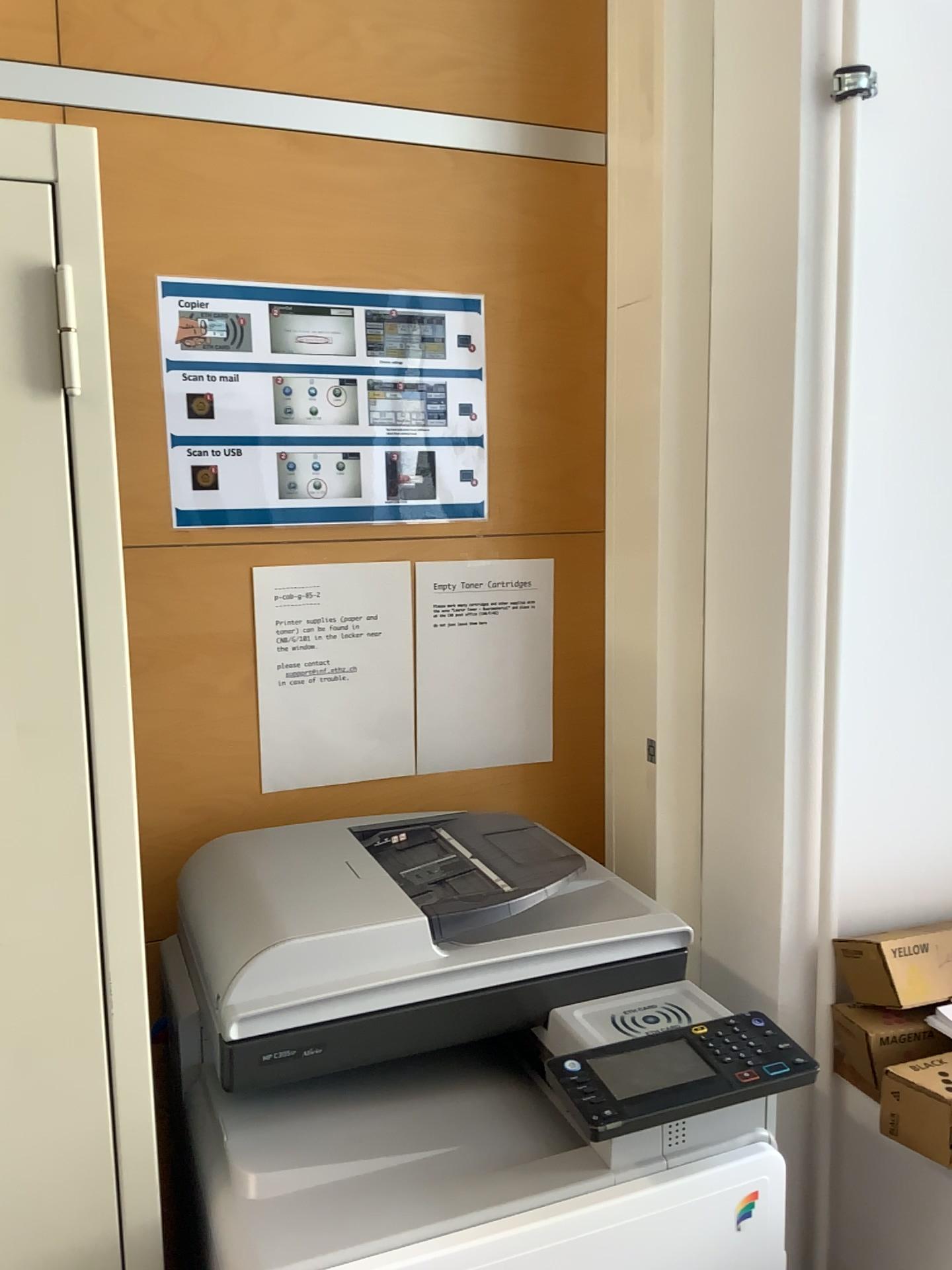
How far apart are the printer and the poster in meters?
0.4

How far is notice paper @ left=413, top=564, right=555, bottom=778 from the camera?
1.4m

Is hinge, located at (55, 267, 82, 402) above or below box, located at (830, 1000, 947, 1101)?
above

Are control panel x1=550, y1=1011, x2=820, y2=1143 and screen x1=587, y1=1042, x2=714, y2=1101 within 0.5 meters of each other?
yes

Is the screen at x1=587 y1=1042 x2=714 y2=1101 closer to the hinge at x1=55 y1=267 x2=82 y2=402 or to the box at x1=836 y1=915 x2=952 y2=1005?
the box at x1=836 y1=915 x2=952 y2=1005

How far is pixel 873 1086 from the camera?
1.1m

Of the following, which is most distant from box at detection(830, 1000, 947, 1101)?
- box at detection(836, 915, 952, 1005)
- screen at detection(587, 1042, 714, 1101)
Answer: screen at detection(587, 1042, 714, 1101)

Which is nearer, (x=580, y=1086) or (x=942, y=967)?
(x=580, y=1086)

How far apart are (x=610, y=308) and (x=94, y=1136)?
1.0m

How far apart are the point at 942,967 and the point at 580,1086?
0.5 meters
